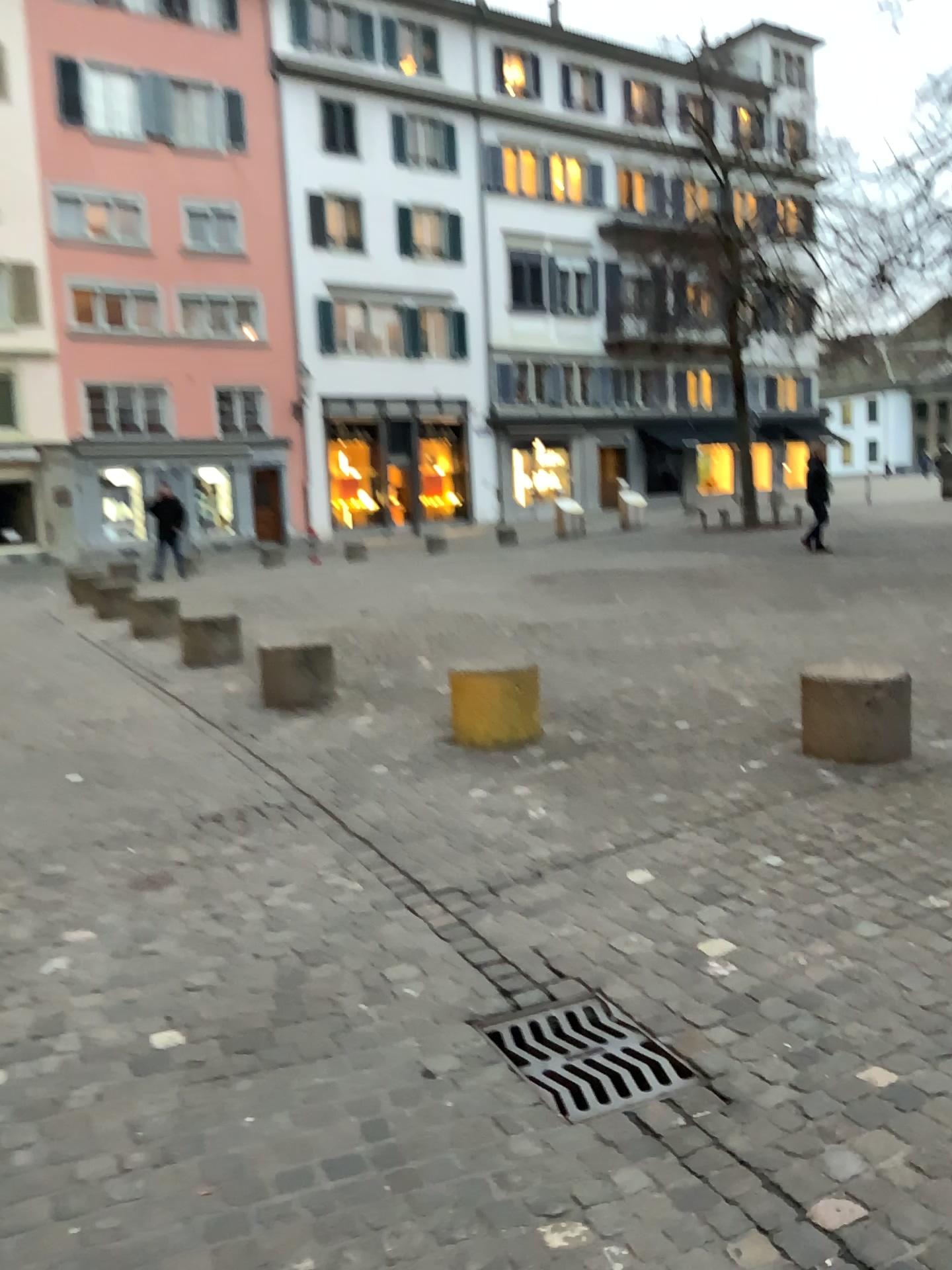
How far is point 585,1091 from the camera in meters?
2.4 m

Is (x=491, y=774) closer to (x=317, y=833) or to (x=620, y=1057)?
(x=317, y=833)

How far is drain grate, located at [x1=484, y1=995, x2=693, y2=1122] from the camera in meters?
2.4
